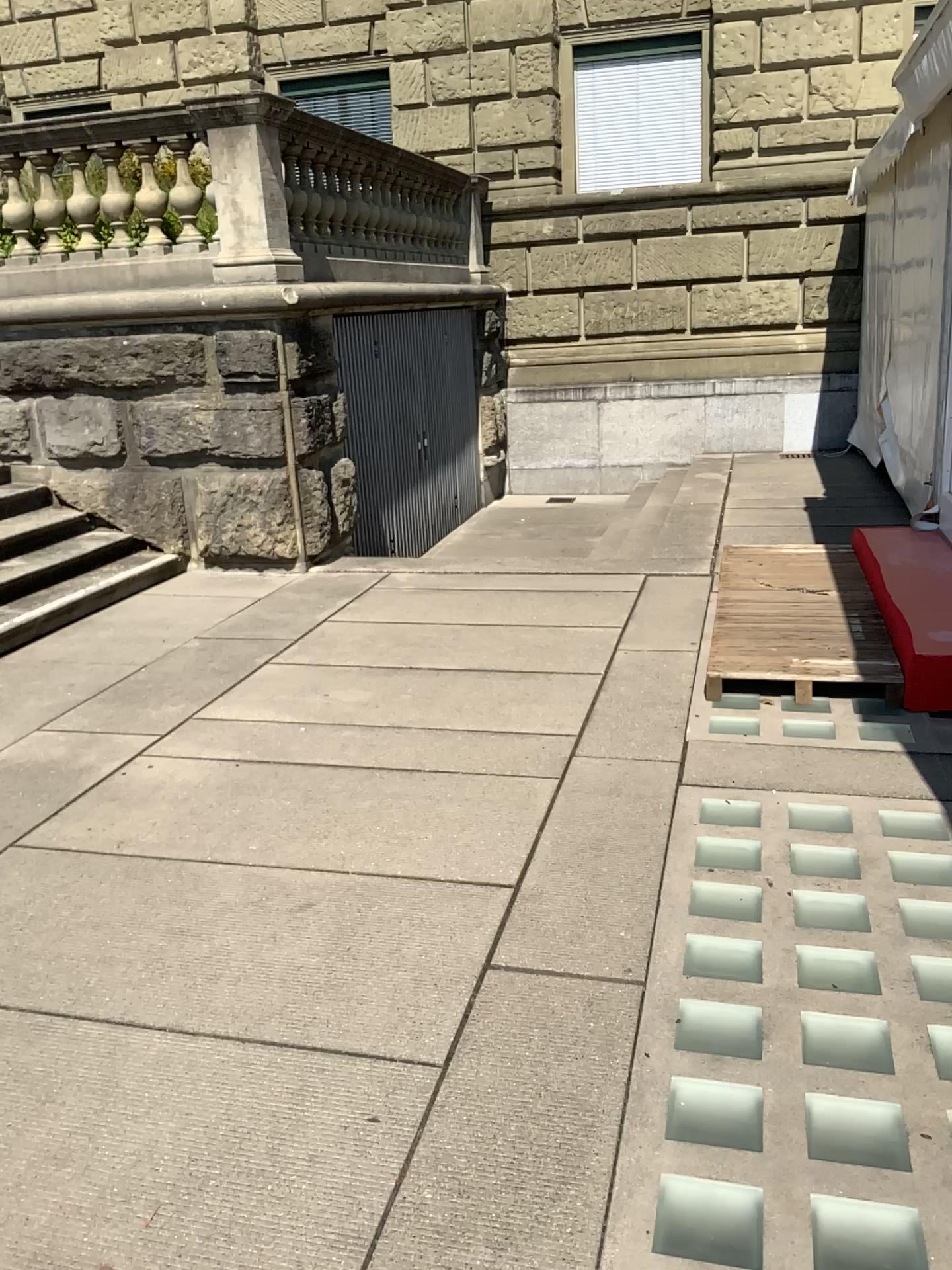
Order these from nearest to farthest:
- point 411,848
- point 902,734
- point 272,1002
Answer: point 272,1002
point 411,848
point 902,734
